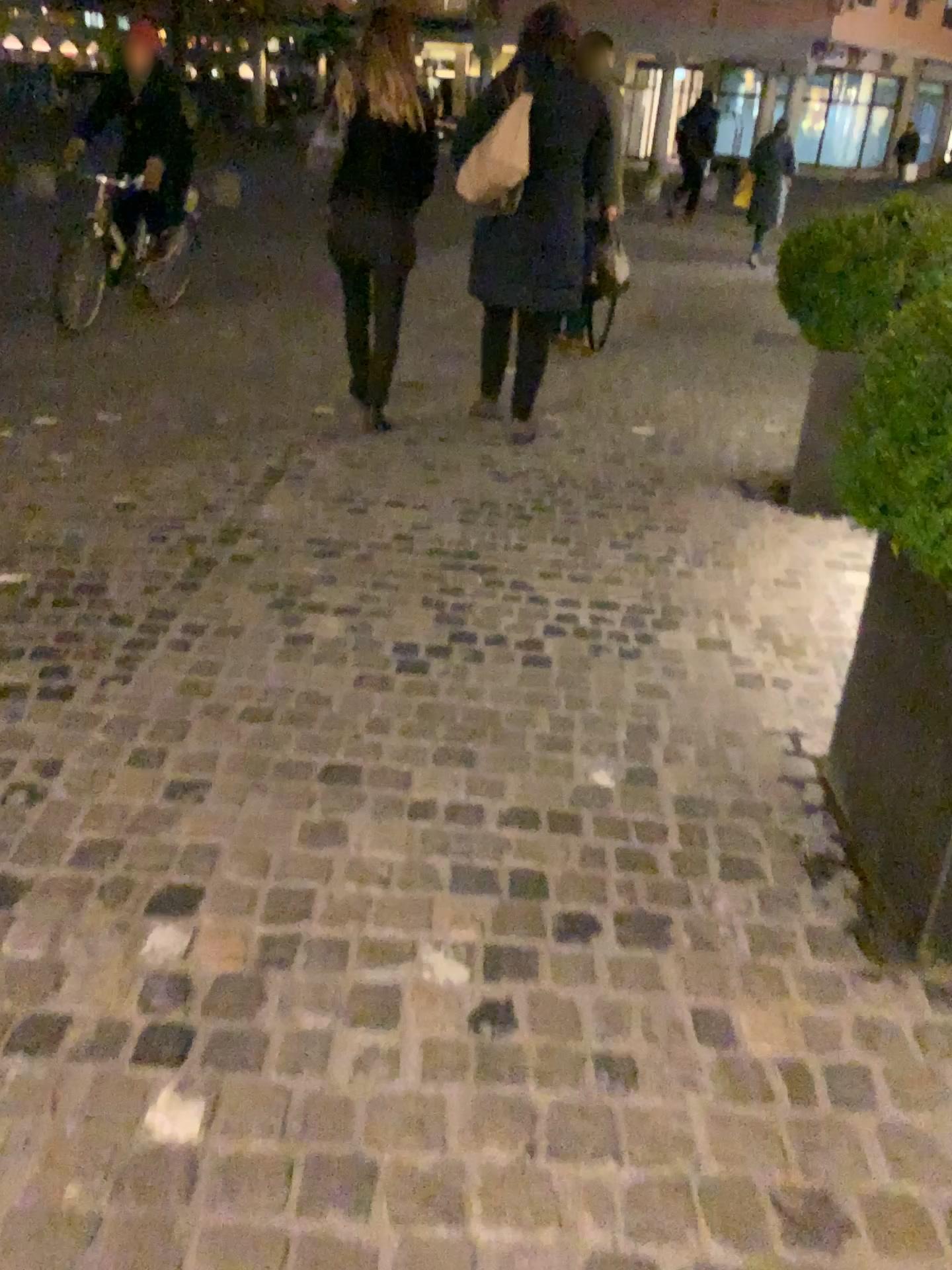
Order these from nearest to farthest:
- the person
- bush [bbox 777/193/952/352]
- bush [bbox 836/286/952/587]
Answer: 1. bush [bbox 836/286/952/587]
2. bush [bbox 777/193/952/352]
3. the person

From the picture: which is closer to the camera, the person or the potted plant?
the potted plant

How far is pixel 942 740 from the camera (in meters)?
1.86

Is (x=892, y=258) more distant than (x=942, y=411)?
Yes

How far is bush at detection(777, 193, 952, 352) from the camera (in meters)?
3.57

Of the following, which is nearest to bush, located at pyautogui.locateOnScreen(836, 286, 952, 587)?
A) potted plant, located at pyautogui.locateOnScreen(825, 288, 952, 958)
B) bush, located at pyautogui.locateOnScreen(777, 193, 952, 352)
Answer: potted plant, located at pyautogui.locateOnScreen(825, 288, 952, 958)

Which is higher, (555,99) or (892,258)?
(555,99)

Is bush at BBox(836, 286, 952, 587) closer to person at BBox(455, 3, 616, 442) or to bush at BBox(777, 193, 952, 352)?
bush at BBox(777, 193, 952, 352)

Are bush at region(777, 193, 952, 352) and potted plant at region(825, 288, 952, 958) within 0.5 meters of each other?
no

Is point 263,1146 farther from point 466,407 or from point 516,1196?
point 466,407
